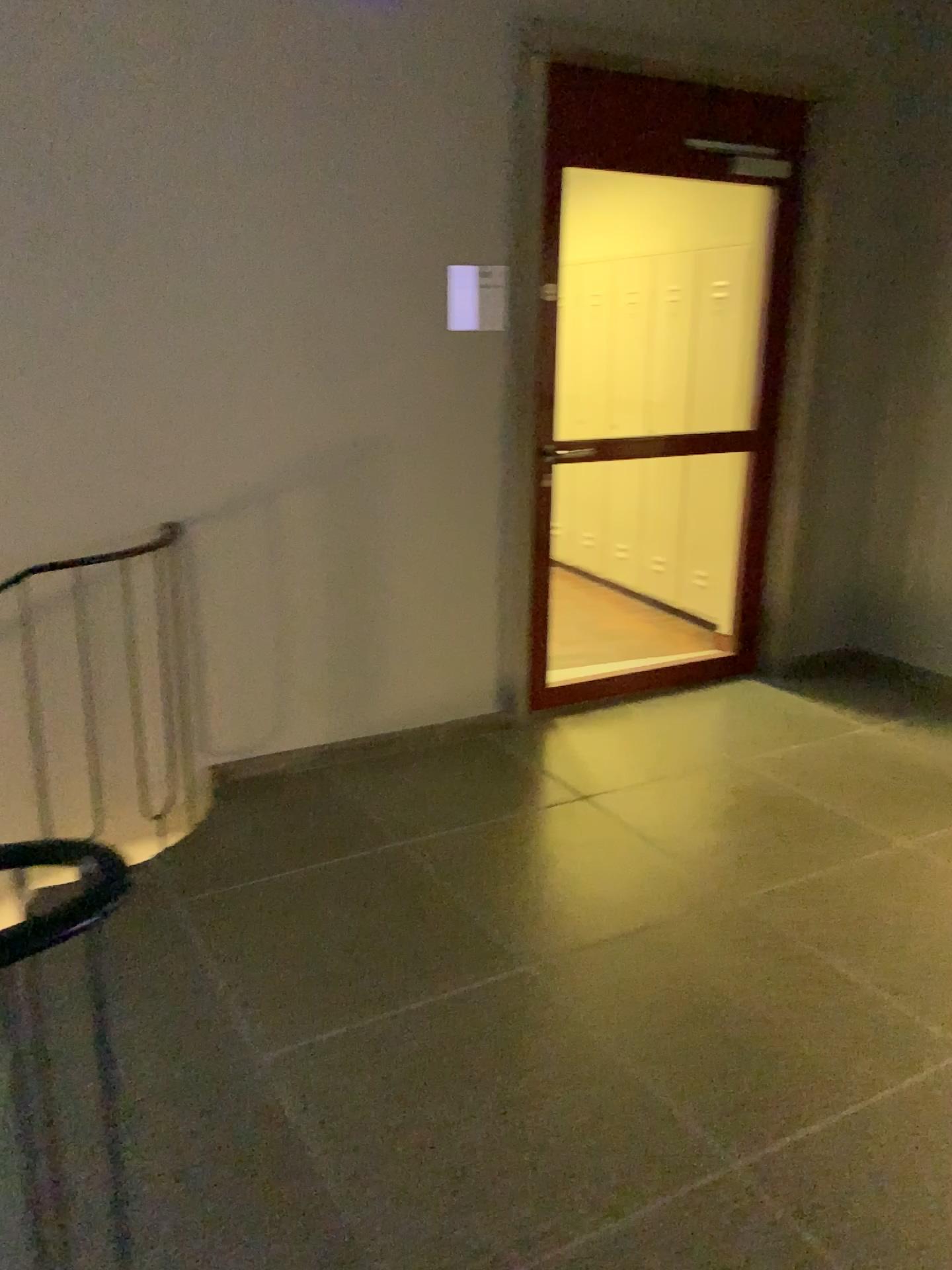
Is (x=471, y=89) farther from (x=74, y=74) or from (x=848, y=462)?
(x=848, y=462)

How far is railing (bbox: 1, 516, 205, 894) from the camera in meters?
3.1

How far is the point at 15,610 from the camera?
3.13m
